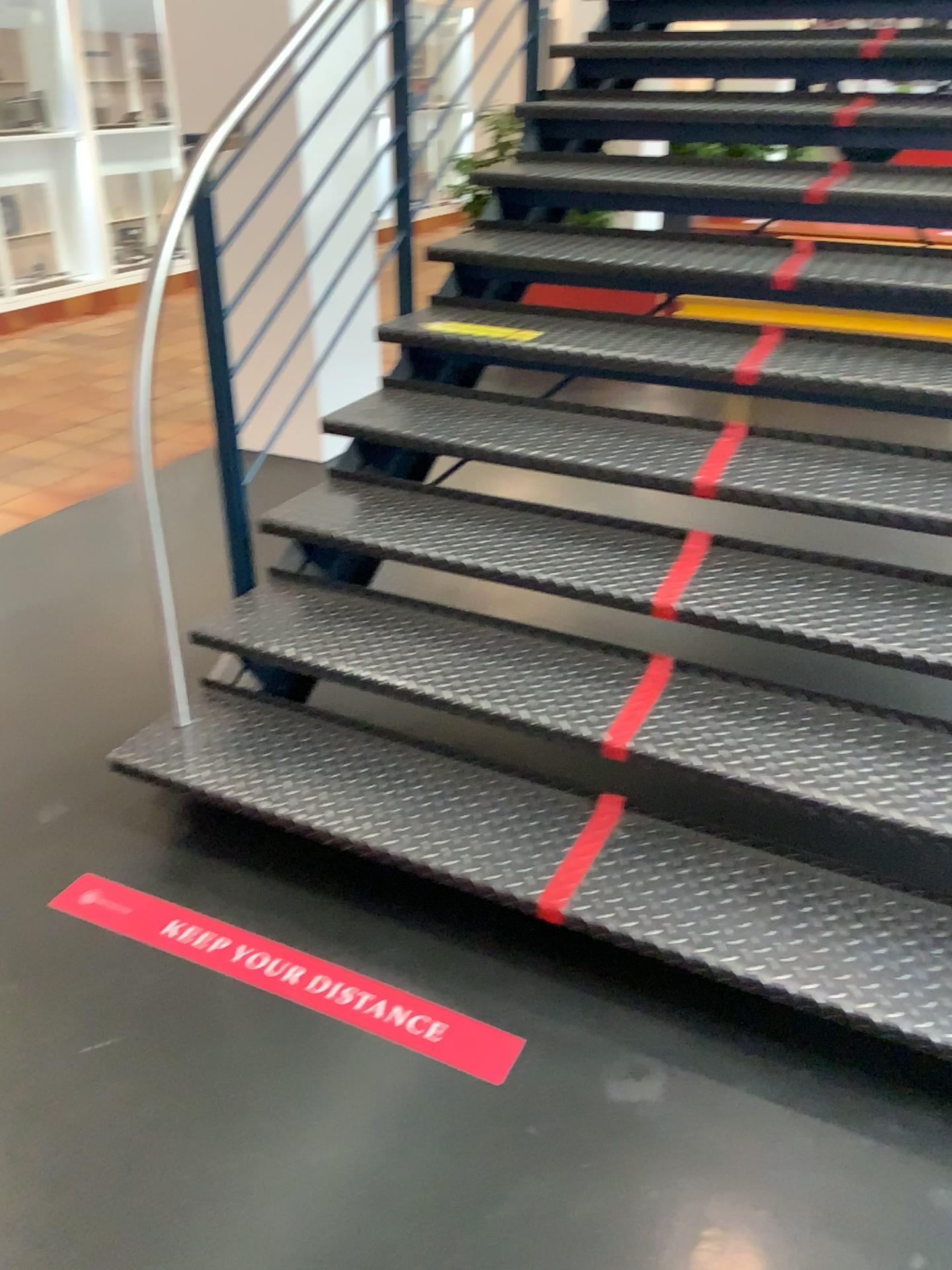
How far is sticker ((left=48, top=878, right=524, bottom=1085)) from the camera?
1.8 meters

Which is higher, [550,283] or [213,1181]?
[550,283]

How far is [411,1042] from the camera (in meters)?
1.80
